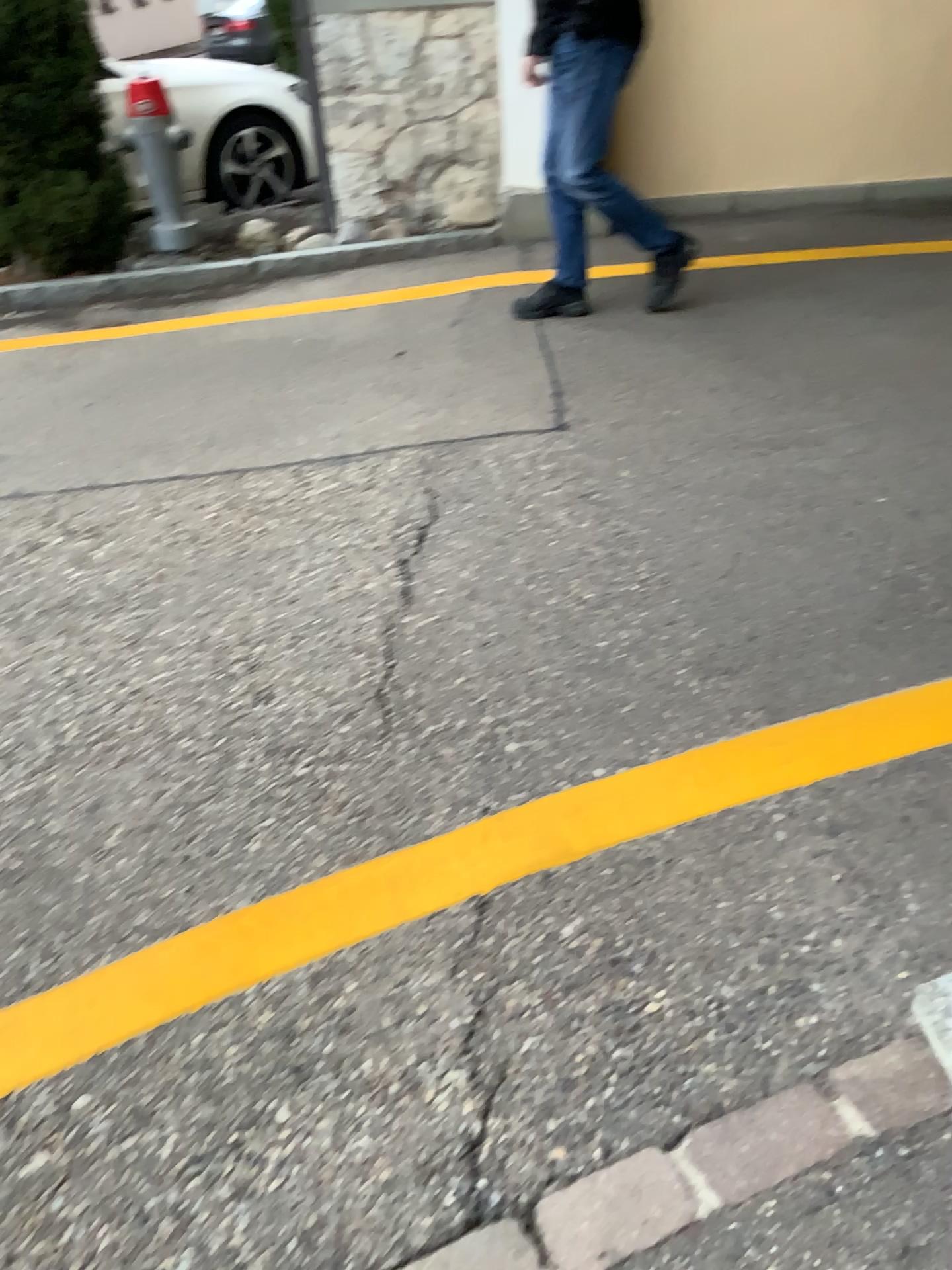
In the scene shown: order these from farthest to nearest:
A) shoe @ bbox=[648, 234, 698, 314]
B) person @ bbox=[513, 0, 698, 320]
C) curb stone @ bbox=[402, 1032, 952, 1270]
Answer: shoe @ bbox=[648, 234, 698, 314] → person @ bbox=[513, 0, 698, 320] → curb stone @ bbox=[402, 1032, 952, 1270]

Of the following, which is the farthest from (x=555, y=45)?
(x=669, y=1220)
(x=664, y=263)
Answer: (x=669, y=1220)

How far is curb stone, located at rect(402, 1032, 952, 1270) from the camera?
1.22m

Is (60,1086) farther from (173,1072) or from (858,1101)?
(858,1101)

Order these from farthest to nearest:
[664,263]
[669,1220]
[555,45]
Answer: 1. [664,263]
2. [555,45]
3. [669,1220]

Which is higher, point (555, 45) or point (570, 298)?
point (555, 45)

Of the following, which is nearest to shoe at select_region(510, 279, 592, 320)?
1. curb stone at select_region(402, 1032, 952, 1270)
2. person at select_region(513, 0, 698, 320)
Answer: person at select_region(513, 0, 698, 320)

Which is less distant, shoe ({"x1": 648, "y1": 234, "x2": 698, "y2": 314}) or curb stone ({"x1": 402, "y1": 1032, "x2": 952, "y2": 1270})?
curb stone ({"x1": 402, "y1": 1032, "x2": 952, "y2": 1270})

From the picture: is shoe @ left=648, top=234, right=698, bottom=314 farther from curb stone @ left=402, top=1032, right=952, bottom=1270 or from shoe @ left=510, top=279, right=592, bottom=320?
curb stone @ left=402, top=1032, right=952, bottom=1270
